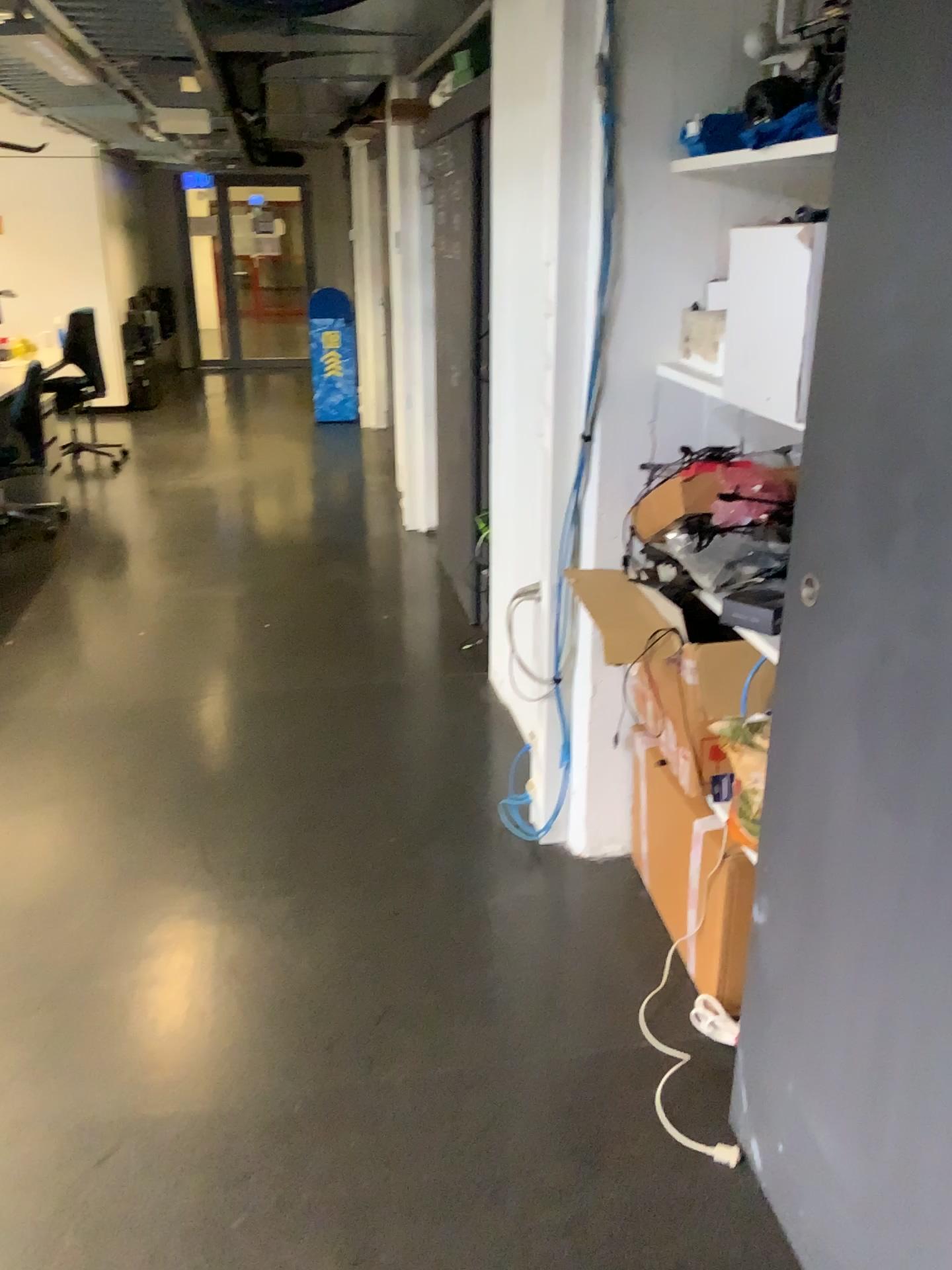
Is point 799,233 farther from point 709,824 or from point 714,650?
point 709,824

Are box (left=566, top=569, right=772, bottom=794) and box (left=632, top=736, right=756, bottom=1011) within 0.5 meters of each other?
yes

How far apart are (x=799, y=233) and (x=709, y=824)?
1.1m

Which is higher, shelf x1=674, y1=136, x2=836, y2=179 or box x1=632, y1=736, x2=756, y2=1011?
shelf x1=674, y1=136, x2=836, y2=179

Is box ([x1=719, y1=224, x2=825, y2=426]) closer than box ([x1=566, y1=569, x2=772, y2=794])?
Yes

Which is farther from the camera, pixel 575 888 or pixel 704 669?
pixel 575 888

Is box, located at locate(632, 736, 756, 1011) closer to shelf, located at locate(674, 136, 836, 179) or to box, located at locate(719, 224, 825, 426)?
box, located at locate(719, 224, 825, 426)

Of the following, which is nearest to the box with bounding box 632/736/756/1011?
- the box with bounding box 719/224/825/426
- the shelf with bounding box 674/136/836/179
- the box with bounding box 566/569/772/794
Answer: the box with bounding box 566/569/772/794

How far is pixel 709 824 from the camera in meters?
2.1

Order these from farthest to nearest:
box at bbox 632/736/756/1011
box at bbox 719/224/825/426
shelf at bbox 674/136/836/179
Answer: box at bbox 632/736/756/1011 < shelf at bbox 674/136/836/179 < box at bbox 719/224/825/426
